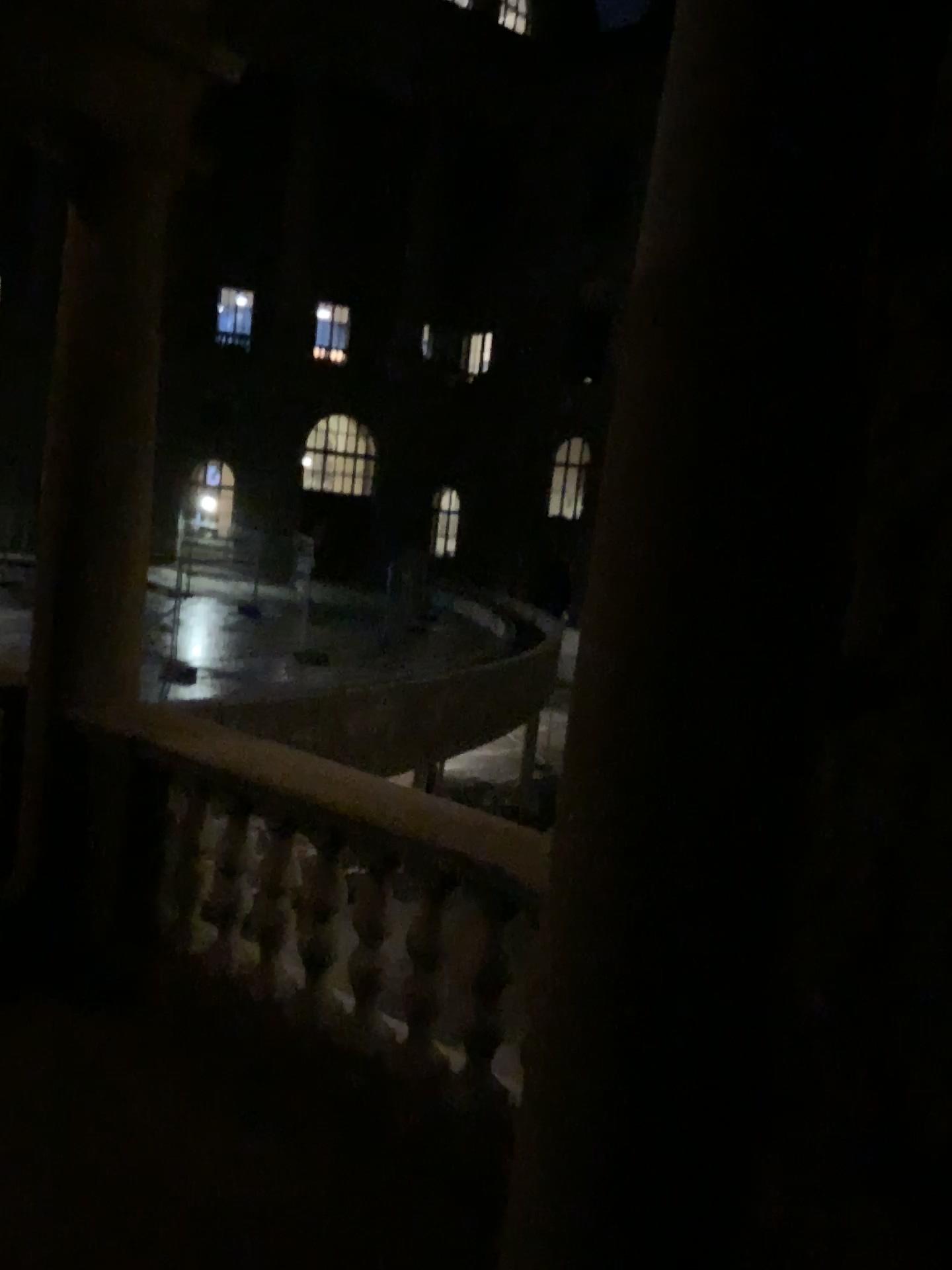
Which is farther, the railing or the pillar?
the railing

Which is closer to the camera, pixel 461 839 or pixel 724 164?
pixel 724 164

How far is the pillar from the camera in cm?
164

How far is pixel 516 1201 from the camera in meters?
2.0 m

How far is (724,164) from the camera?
1.64m

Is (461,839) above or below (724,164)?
below
